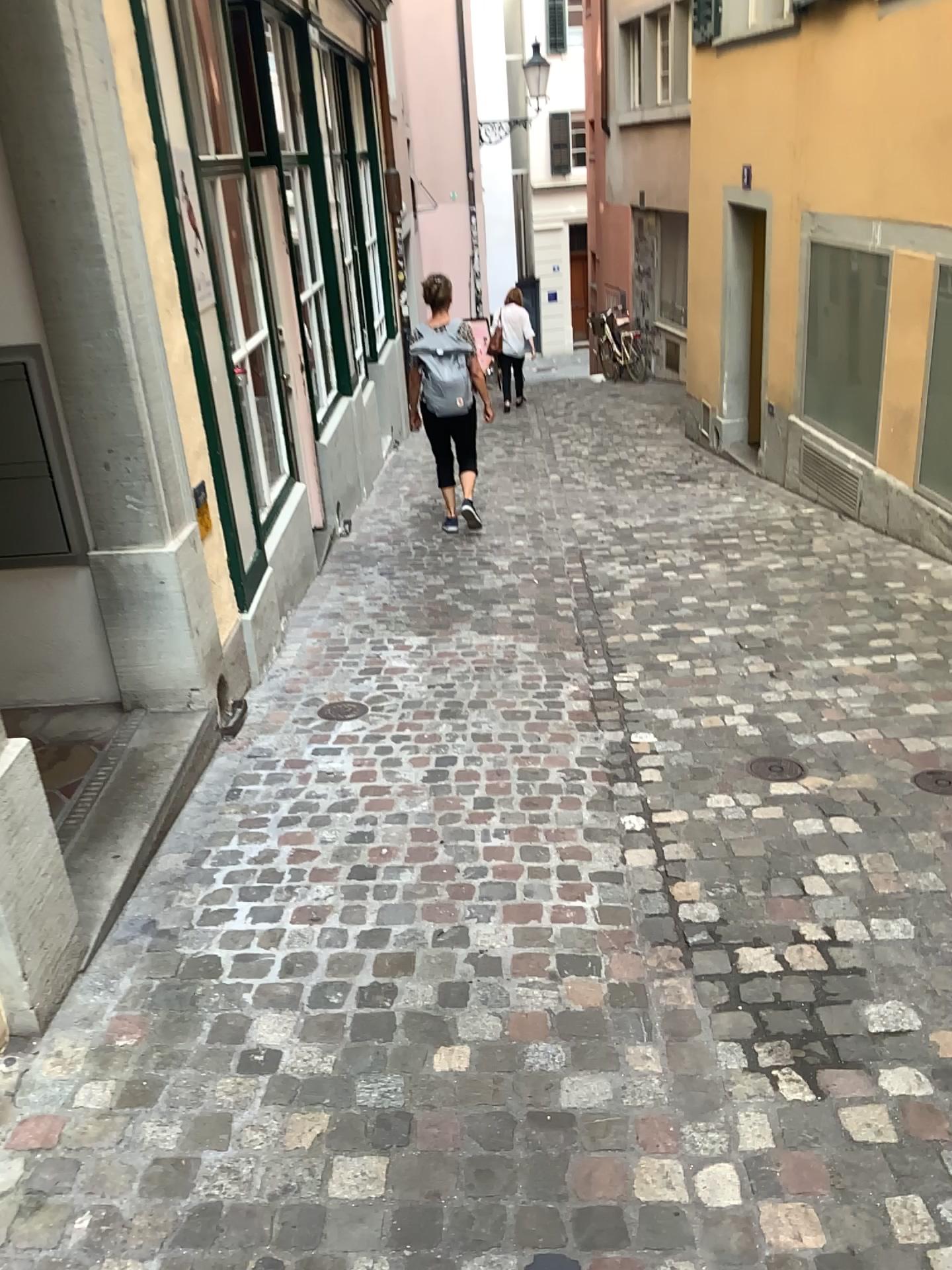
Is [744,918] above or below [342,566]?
below
